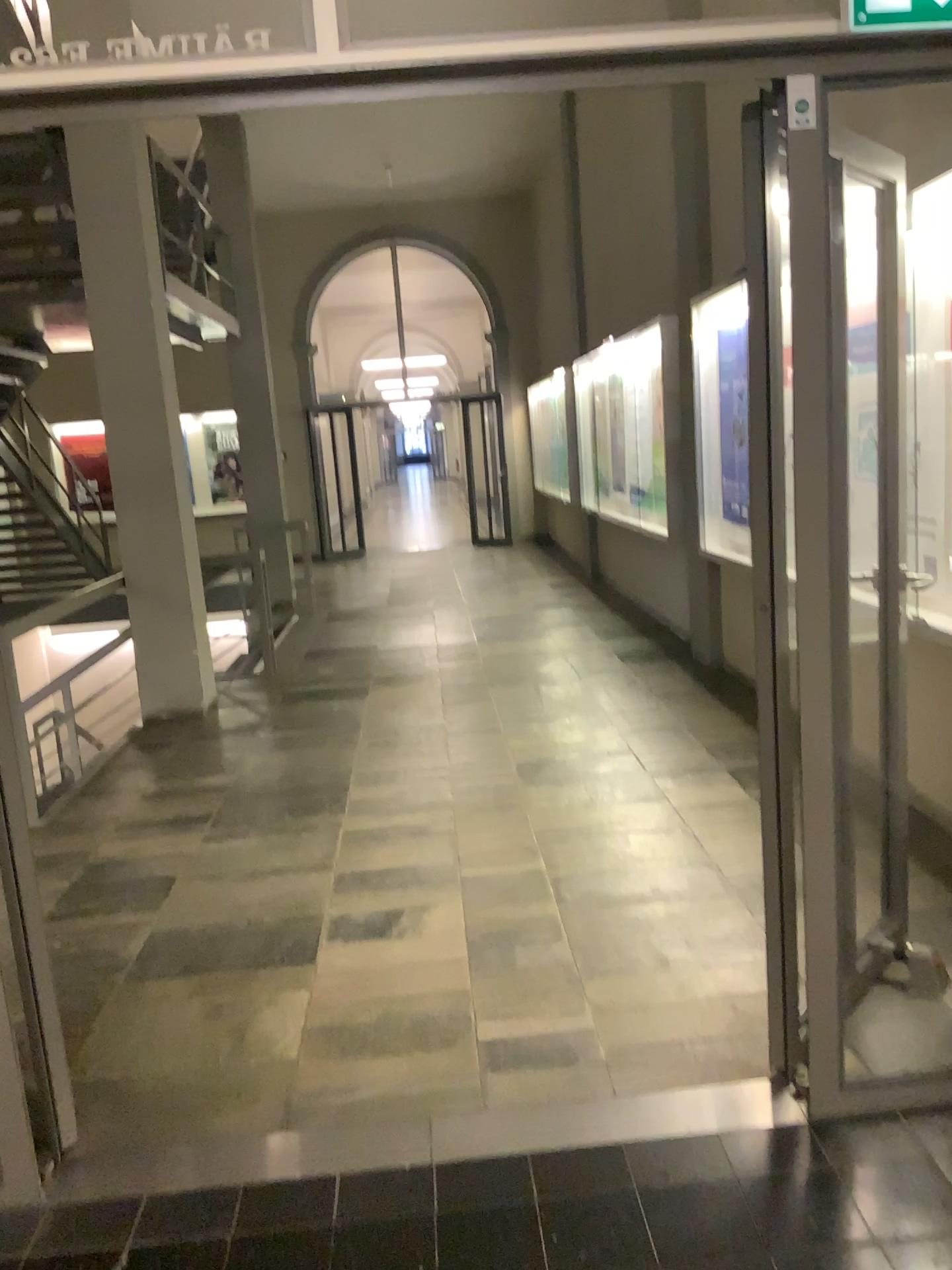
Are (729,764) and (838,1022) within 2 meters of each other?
no
